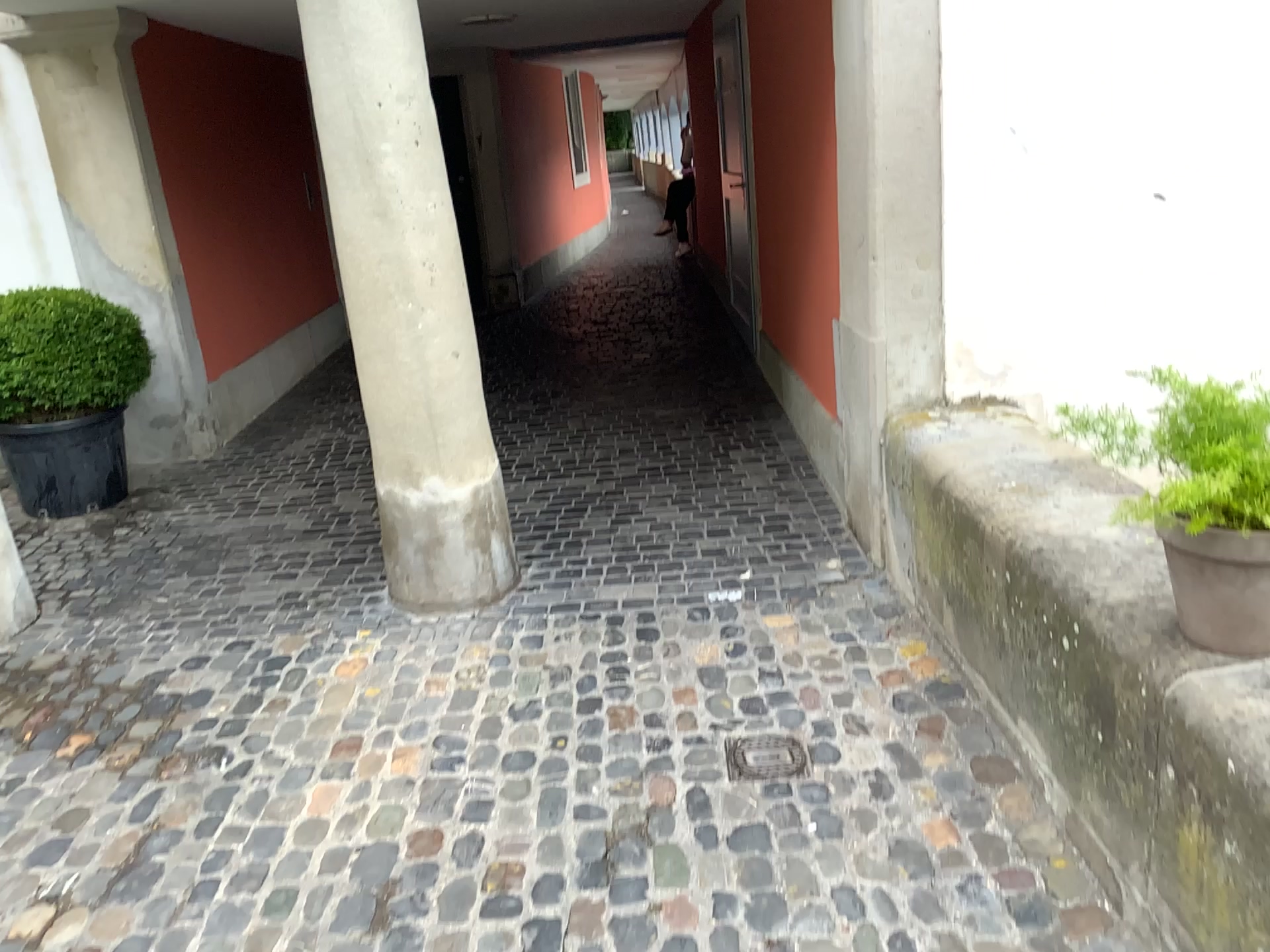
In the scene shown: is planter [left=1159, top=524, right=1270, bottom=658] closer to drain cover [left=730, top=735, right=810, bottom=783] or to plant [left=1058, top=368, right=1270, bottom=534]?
plant [left=1058, top=368, right=1270, bottom=534]

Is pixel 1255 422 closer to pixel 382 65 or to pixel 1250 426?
pixel 1250 426

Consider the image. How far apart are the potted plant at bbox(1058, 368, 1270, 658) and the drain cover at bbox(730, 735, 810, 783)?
1.1m

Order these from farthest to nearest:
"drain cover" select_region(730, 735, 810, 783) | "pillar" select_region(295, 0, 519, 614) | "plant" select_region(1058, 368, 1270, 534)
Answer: "pillar" select_region(295, 0, 519, 614) → "drain cover" select_region(730, 735, 810, 783) → "plant" select_region(1058, 368, 1270, 534)

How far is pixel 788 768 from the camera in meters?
2.7

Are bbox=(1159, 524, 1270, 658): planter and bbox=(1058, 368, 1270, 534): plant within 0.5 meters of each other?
yes

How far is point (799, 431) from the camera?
5.09m

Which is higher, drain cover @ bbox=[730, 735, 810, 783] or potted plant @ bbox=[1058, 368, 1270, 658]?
potted plant @ bbox=[1058, 368, 1270, 658]

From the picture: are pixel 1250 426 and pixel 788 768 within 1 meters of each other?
no

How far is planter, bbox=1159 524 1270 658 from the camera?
1.64m
